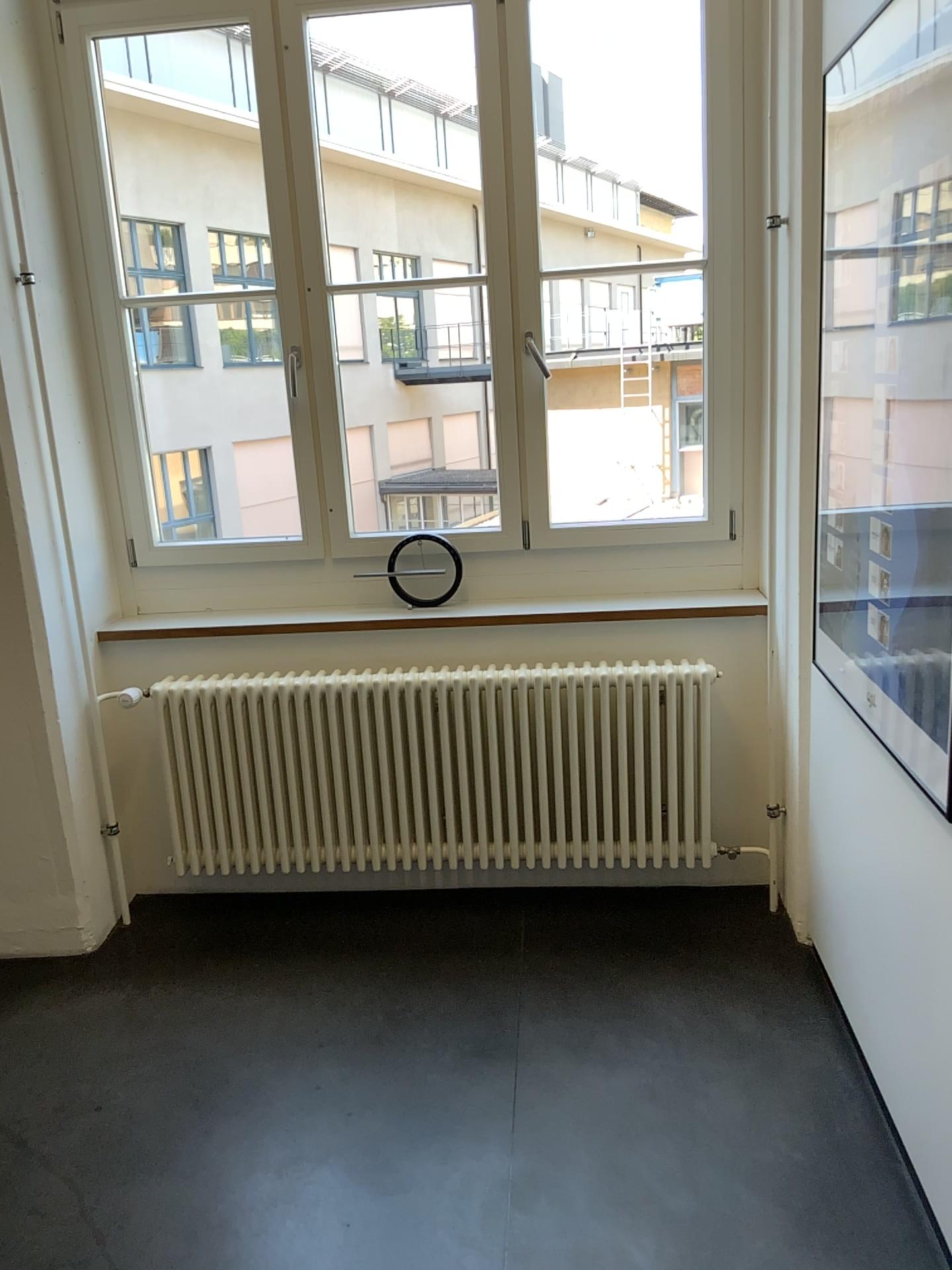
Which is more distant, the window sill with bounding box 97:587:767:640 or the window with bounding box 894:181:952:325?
the window sill with bounding box 97:587:767:640

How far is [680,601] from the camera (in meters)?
3.04

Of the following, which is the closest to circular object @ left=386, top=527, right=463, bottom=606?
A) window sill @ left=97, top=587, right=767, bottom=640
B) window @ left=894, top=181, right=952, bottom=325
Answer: window sill @ left=97, top=587, right=767, bottom=640

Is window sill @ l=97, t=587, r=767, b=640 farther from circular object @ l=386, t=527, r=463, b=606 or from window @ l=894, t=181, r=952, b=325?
window @ l=894, t=181, r=952, b=325

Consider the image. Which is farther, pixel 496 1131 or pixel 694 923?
pixel 694 923

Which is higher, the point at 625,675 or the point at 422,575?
the point at 422,575

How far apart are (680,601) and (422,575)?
0.76m

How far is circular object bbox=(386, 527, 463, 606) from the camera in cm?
314

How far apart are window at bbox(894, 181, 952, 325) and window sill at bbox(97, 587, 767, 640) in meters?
1.3

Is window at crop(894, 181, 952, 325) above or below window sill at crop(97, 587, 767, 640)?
above
